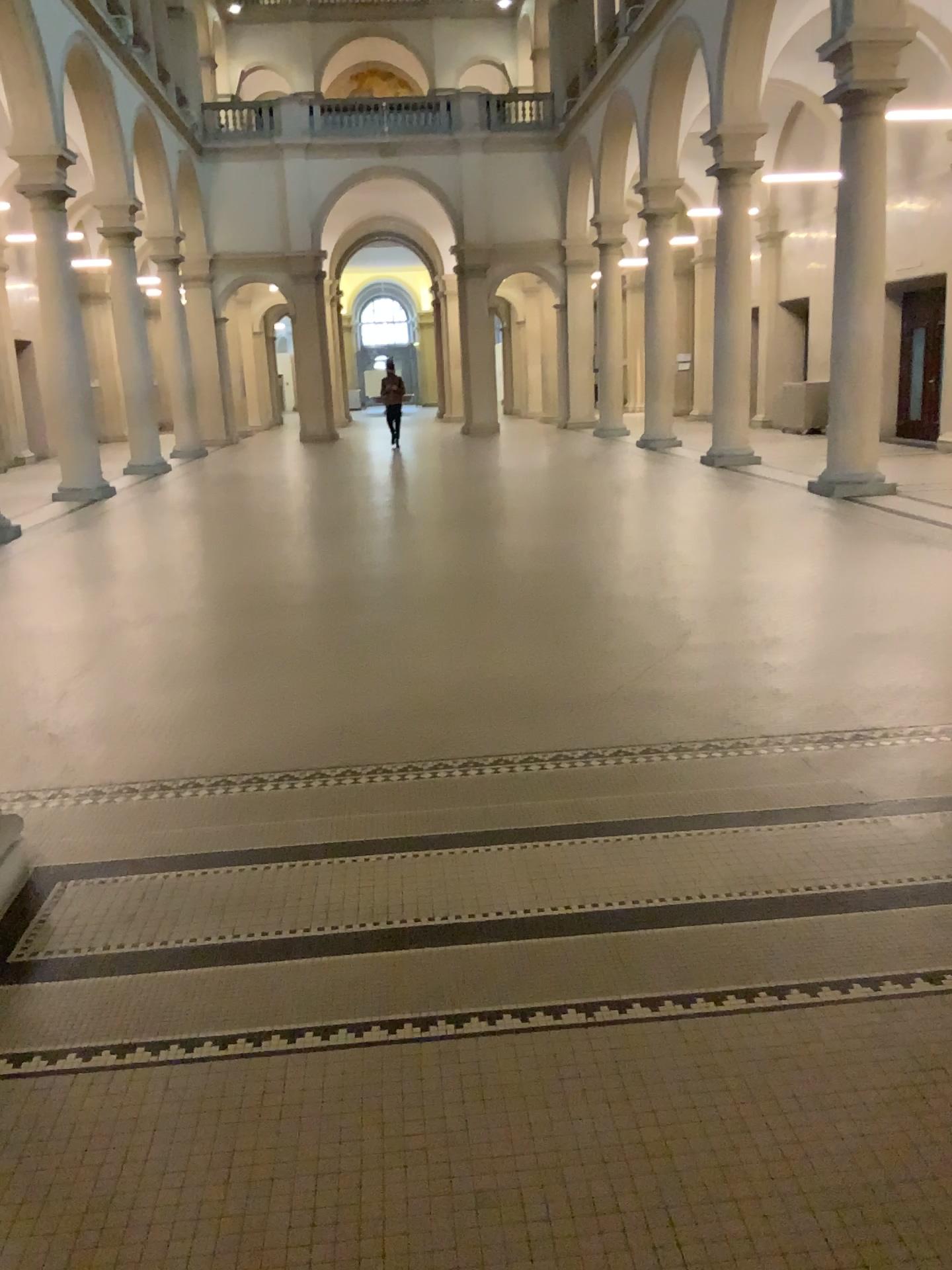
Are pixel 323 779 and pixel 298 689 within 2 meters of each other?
yes
